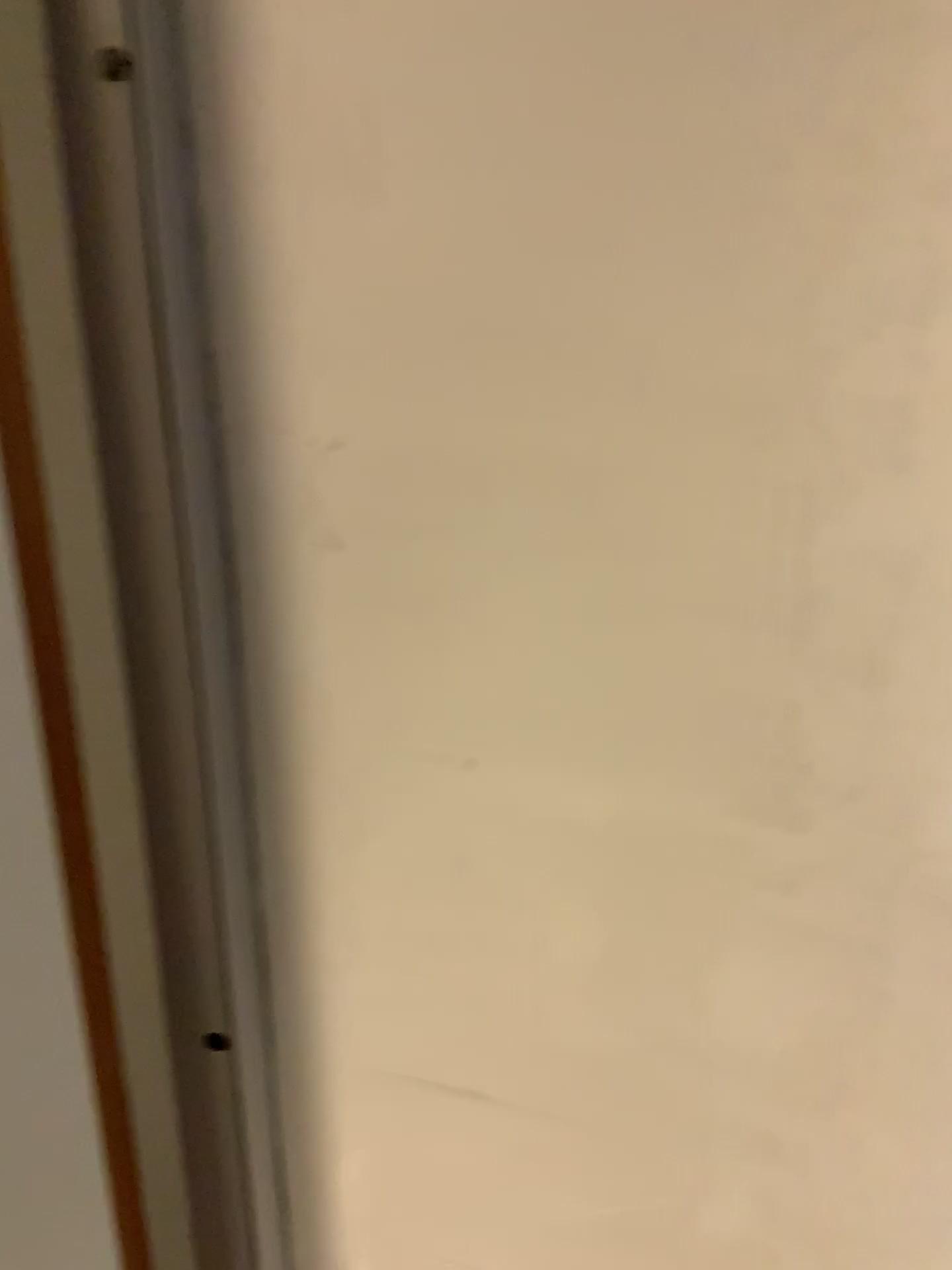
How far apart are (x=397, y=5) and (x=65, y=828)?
0.4 meters

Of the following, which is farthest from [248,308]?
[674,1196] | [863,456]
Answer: [674,1196]

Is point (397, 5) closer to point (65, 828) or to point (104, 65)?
point (104, 65)

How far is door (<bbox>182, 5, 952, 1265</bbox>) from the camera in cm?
49

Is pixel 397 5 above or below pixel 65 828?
above

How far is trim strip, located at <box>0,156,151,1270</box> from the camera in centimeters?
58cm
